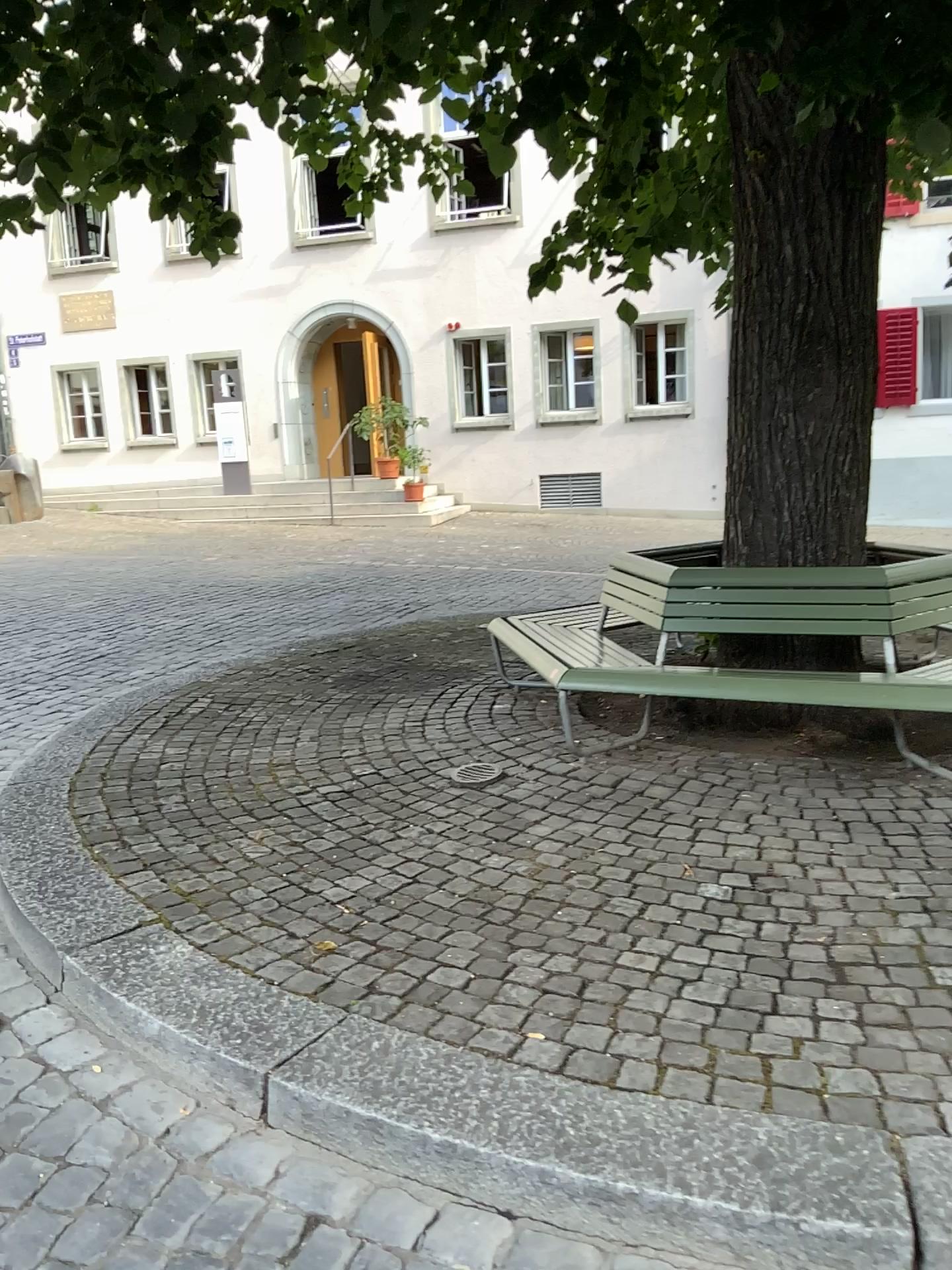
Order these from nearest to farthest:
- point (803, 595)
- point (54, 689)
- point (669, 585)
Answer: point (803, 595) → point (669, 585) → point (54, 689)
